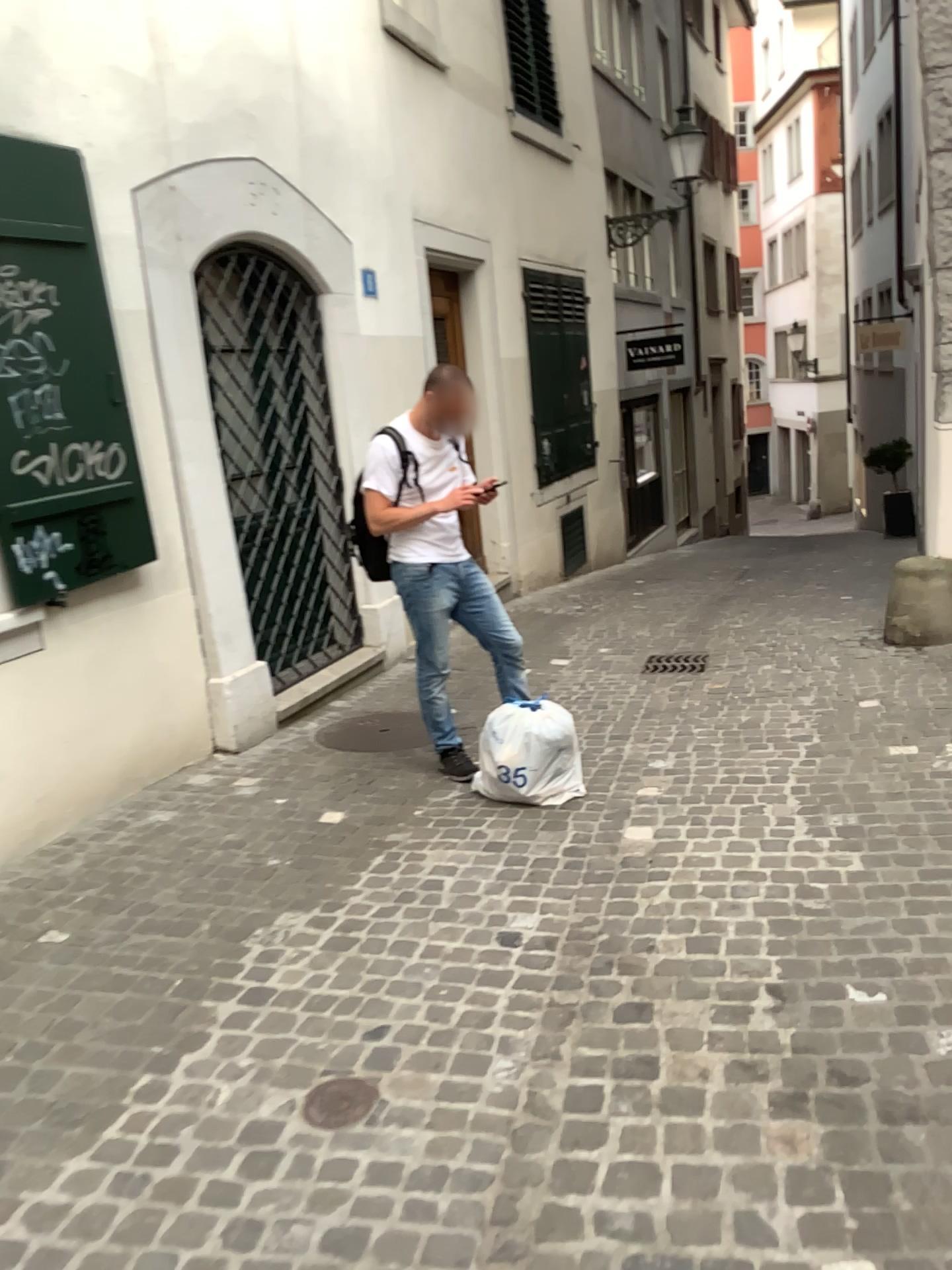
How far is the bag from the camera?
4.1m

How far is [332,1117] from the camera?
2.3m

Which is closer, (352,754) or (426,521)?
(426,521)

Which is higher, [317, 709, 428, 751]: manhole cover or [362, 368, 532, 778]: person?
[362, 368, 532, 778]: person

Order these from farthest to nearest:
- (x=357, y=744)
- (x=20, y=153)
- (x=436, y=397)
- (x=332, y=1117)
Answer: Result: (x=357, y=744) → (x=436, y=397) → (x=20, y=153) → (x=332, y=1117)

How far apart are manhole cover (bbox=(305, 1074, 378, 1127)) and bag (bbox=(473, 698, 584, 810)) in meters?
1.8 m

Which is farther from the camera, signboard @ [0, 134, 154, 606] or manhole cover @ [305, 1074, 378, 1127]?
signboard @ [0, 134, 154, 606]

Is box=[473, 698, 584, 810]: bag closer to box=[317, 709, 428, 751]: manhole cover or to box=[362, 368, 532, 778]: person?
box=[362, 368, 532, 778]: person

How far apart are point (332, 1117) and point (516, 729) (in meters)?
1.93

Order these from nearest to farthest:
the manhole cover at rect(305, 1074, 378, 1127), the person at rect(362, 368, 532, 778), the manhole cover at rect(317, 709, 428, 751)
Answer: the manhole cover at rect(305, 1074, 378, 1127) < the person at rect(362, 368, 532, 778) < the manhole cover at rect(317, 709, 428, 751)
